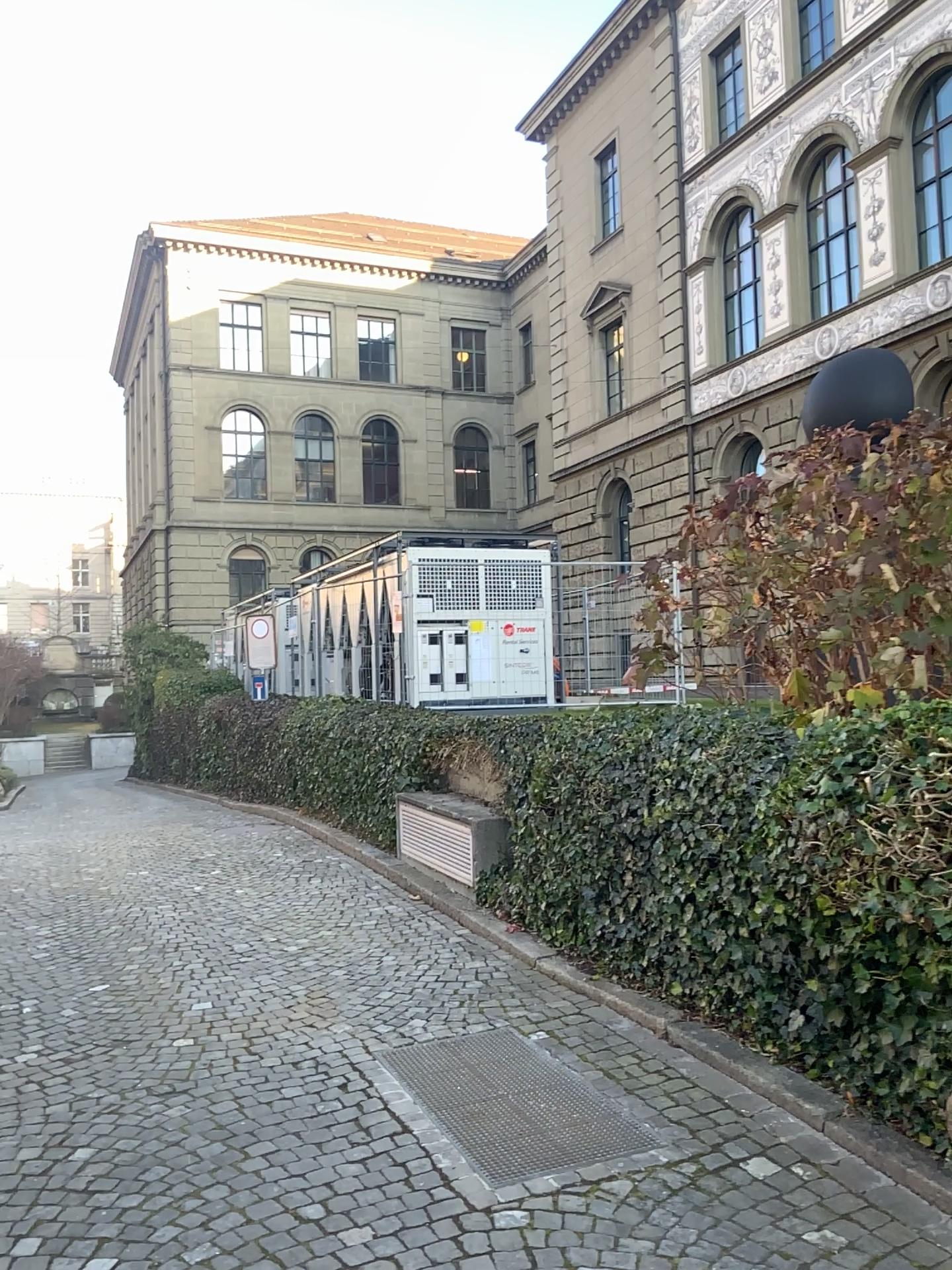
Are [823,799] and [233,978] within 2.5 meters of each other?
no
